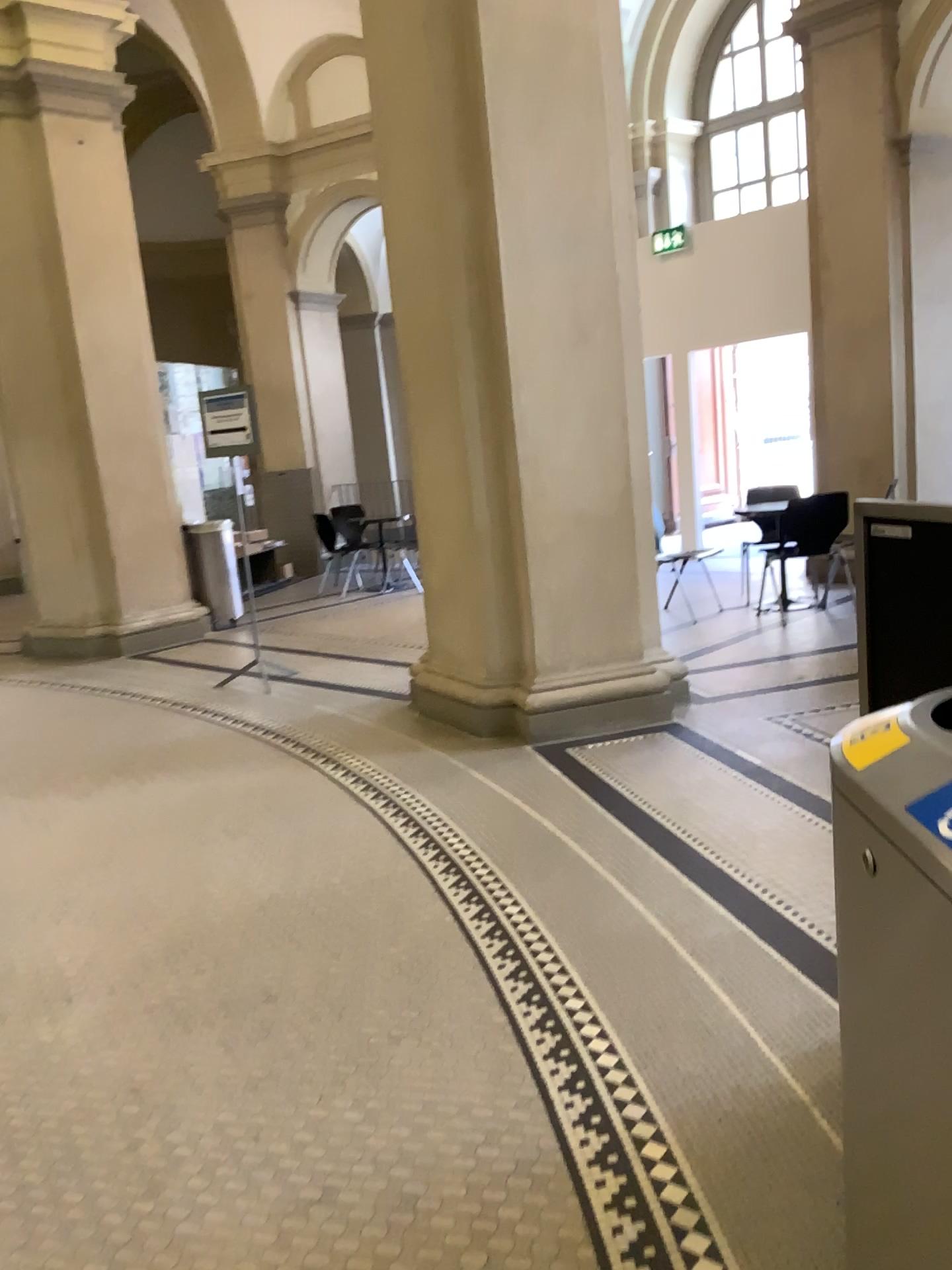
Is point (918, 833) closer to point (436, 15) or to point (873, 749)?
point (873, 749)

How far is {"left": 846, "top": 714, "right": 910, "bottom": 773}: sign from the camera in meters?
1.2

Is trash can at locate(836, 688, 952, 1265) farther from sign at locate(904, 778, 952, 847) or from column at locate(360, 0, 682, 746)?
column at locate(360, 0, 682, 746)

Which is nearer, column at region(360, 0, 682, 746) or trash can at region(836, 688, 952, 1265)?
trash can at region(836, 688, 952, 1265)

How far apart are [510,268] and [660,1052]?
3.4 meters

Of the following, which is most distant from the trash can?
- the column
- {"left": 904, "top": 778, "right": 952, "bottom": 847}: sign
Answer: the column

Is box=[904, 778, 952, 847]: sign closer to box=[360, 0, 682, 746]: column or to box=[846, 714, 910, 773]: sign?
box=[846, 714, 910, 773]: sign

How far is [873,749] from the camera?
1.2m

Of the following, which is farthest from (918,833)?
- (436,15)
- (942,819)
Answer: (436,15)
